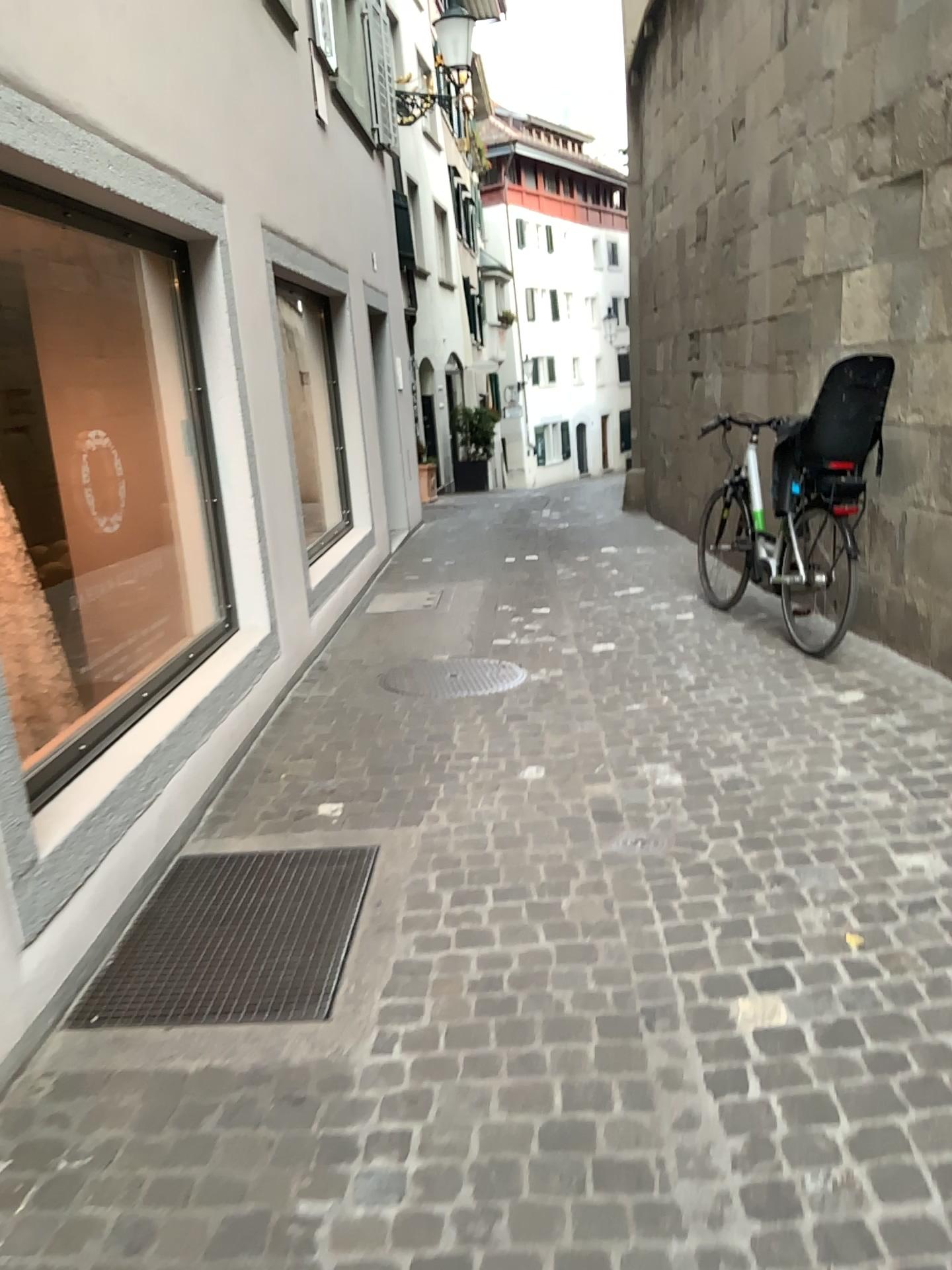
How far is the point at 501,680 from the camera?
5.06m

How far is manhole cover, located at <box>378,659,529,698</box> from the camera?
5.06m

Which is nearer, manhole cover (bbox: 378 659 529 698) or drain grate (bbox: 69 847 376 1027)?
drain grate (bbox: 69 847 376 1027)

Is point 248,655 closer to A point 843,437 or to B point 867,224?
A point 843,437

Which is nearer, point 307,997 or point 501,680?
point 307,997
